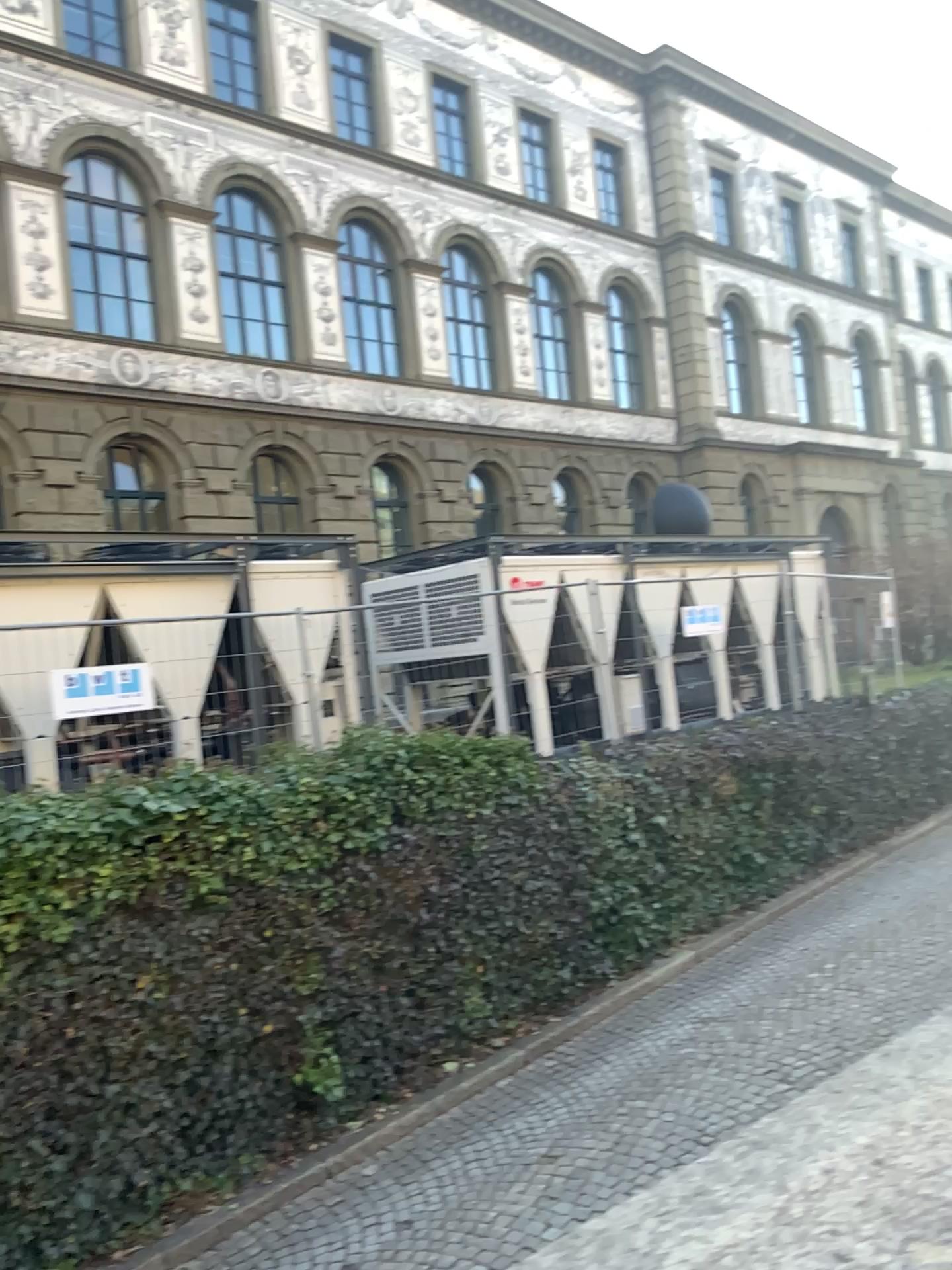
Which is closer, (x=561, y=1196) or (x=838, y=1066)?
(x=561, y=1196)
